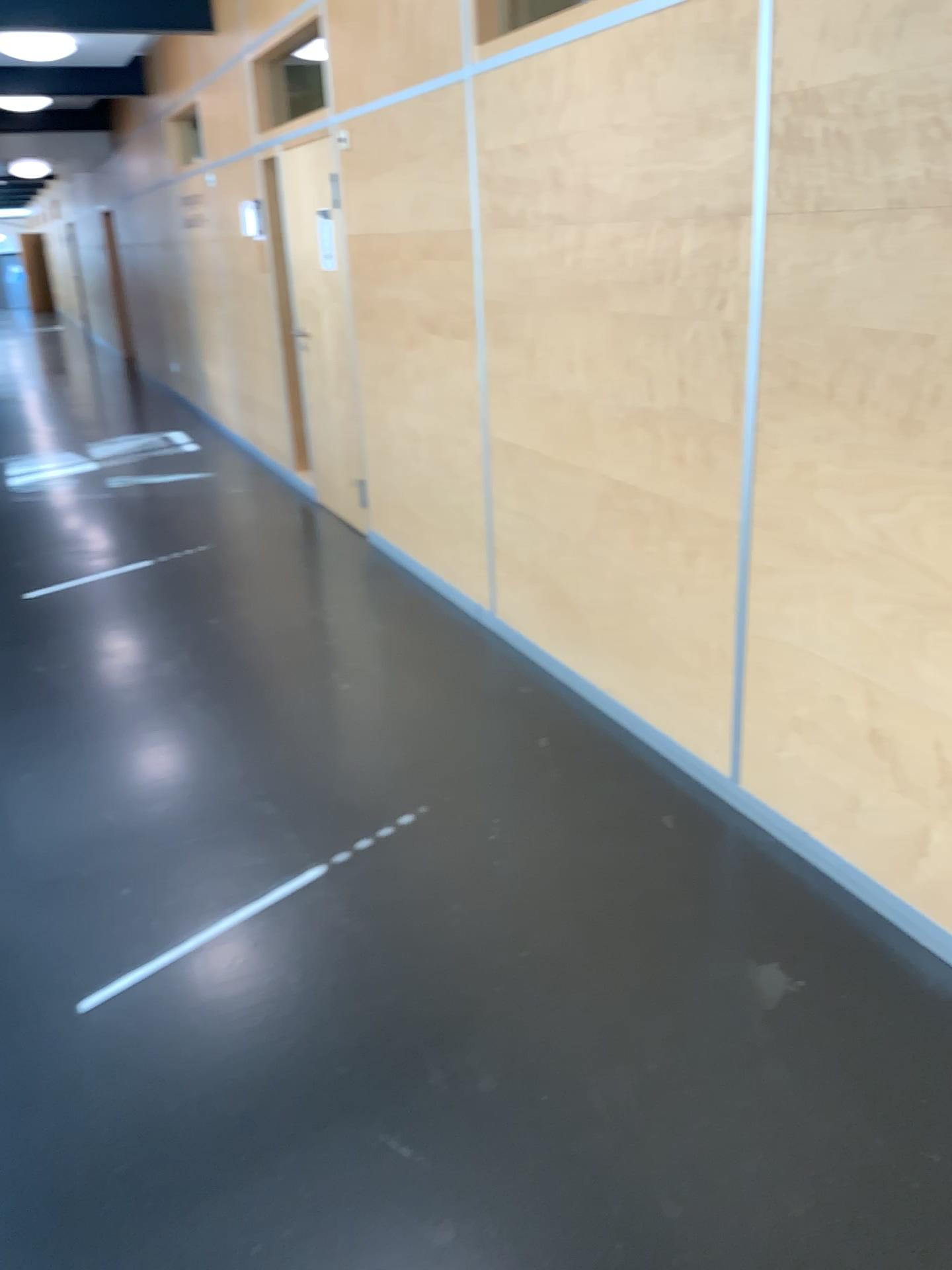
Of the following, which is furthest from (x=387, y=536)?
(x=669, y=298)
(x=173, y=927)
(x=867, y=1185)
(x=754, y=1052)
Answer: (x=867, y=1185)
